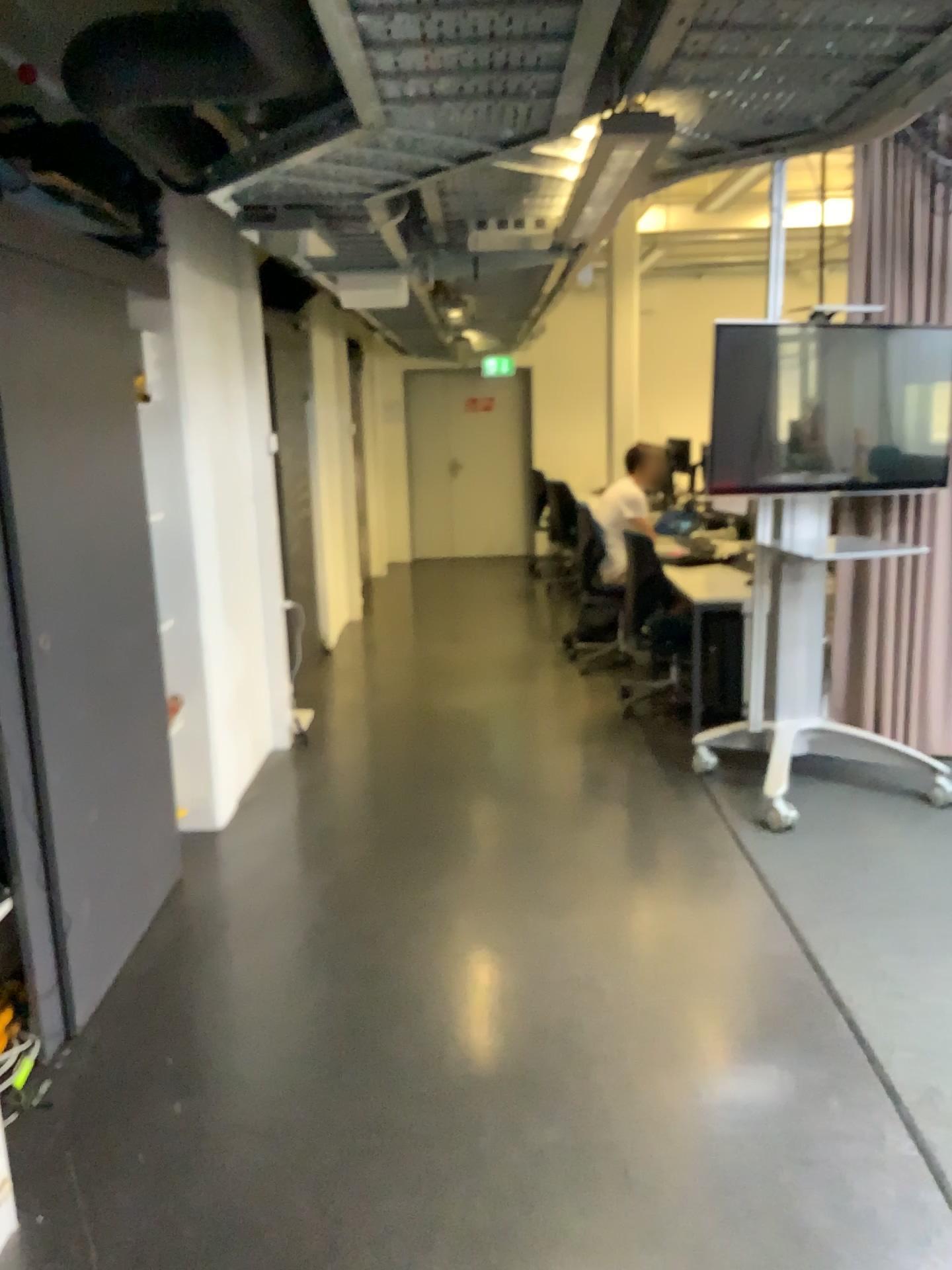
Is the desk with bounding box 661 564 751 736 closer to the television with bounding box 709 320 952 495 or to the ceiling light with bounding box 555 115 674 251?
the television with bounding box 709 320 952 495

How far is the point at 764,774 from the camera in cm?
430

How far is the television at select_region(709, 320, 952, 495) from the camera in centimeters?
402cm

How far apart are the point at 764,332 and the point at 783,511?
0.7m

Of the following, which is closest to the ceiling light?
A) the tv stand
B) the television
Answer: the television

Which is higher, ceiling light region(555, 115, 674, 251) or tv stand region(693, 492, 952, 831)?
ceiling light region(555, 115, 674, 251)

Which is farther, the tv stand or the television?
the tv stand

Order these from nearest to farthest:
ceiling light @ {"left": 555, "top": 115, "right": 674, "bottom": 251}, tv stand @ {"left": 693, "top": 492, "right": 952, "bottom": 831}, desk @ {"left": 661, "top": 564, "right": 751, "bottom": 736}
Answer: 1. ceiling light @ {"left": 555, "top": 115, "right": 674, "bottom": 251}
2. tv stand @ {"left": 693, "top": 492, "right": 952, "bottom": 831}
3. desk @ {"left": 661, "top": 564, "right": 751, "bottom": 736}

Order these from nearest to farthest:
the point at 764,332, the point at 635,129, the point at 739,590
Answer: the point at 635,129, the point at 764,332, the point at 739,590

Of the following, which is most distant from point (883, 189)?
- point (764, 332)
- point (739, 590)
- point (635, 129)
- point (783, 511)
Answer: point (635, 129)
